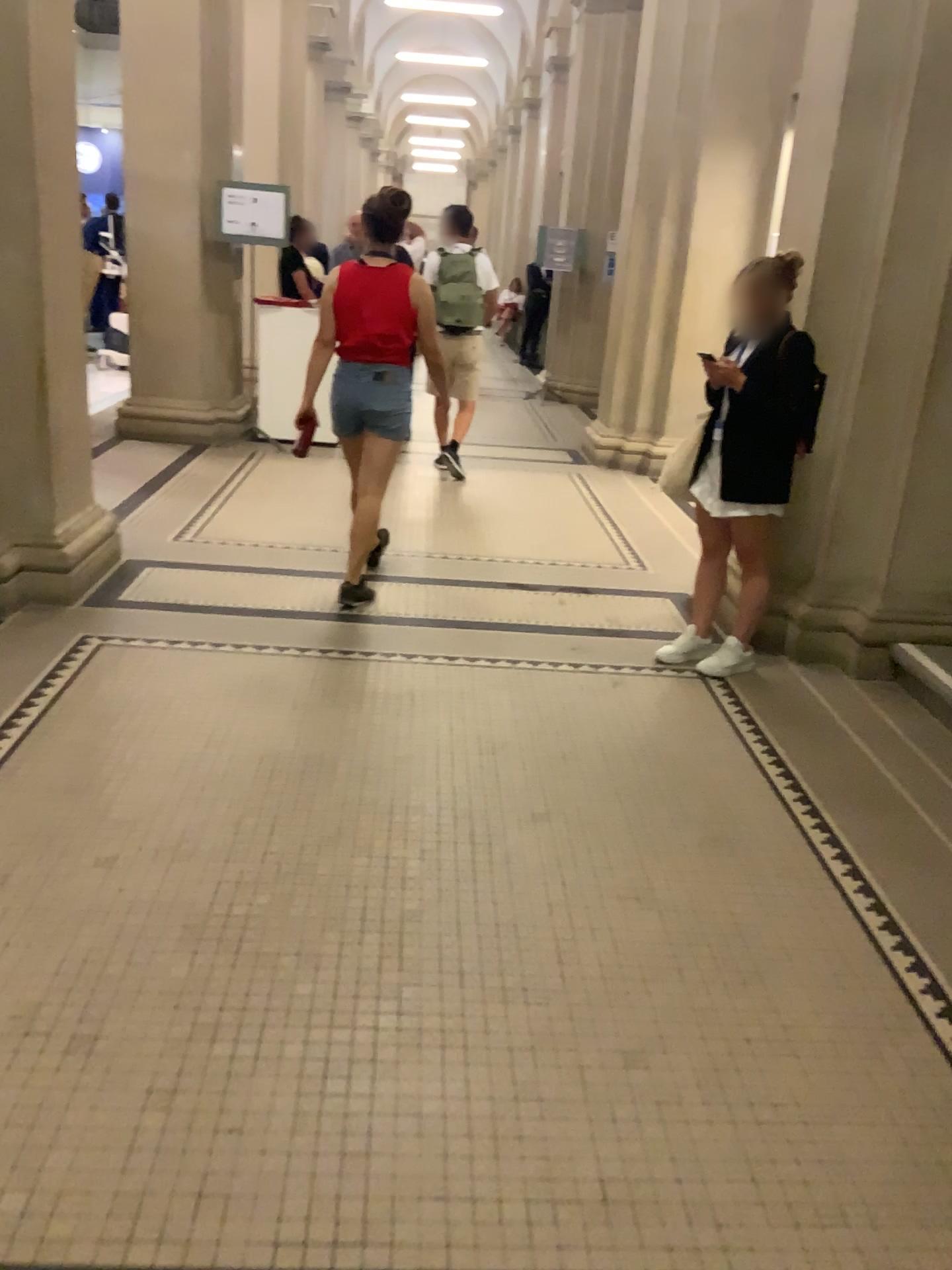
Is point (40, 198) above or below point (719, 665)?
above

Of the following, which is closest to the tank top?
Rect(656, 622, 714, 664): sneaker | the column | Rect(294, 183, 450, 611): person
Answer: Rect(294, 183, 450, 611): person

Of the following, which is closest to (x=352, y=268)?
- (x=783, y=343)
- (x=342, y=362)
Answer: (x=342, y=362)

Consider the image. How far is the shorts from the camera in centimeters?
441cm

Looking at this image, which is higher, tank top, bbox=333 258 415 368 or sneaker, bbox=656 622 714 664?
tank top, bbox=333 258 415 368

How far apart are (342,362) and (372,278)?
0.4m

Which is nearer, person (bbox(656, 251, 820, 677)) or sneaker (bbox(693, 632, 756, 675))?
person (bbox(656, 251, 820, 677))

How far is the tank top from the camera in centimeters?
430cm

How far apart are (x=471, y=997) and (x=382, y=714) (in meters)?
1.44

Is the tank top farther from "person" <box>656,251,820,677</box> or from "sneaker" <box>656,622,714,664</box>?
"sneaker" <box>656,622,714,664</box>
